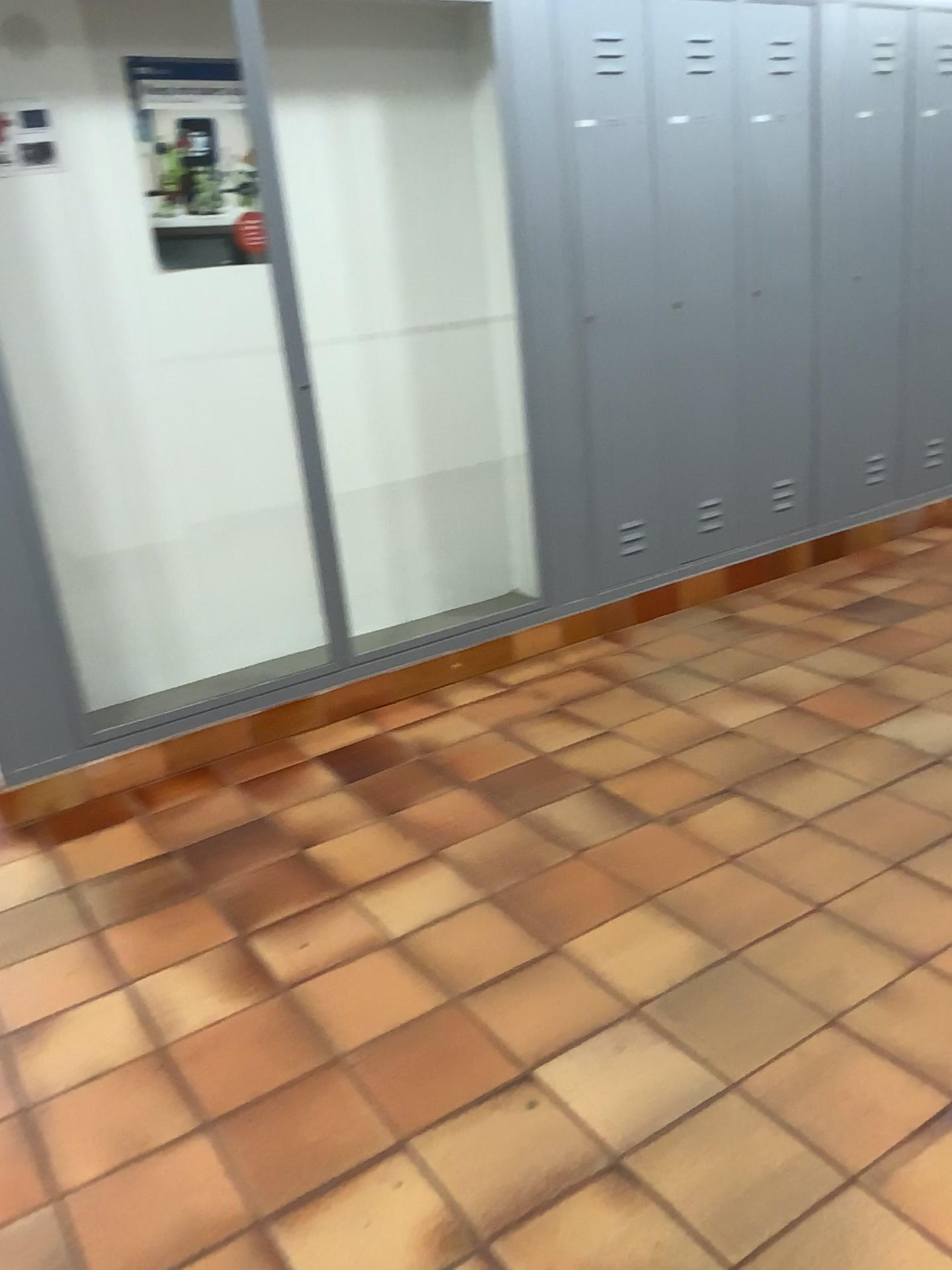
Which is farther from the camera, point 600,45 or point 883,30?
point 883,30

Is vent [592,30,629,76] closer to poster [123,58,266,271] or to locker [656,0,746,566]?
locker [656,0,746,566]

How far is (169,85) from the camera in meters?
3.1 m

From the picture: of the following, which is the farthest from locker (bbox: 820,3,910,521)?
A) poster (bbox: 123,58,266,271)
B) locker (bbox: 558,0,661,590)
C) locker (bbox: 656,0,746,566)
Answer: poster (bbox: 123,58,266,271)

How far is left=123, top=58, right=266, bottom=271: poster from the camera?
3.13m

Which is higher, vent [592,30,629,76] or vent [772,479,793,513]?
vent [592,30,629,76]

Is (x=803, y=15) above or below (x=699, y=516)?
above

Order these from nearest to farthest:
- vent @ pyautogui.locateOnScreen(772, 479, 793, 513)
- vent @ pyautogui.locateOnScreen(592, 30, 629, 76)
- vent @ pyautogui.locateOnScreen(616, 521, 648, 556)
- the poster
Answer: the poster < vent @ pyautogui.locateOnScreen(592, 30, 629, 76) < vent @ pyautogui.locateOnScreen(616, 521, 648, 556) < vent @ pyautogui.locateOnScreen(772, 479, 793, 513)

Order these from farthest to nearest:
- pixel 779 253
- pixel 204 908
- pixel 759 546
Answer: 1. pixel 759 546
2. pixel 779 253
3. pixel 204 908

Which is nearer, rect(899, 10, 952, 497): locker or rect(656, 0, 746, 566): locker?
rect(656, 0, 746, 566): locker
